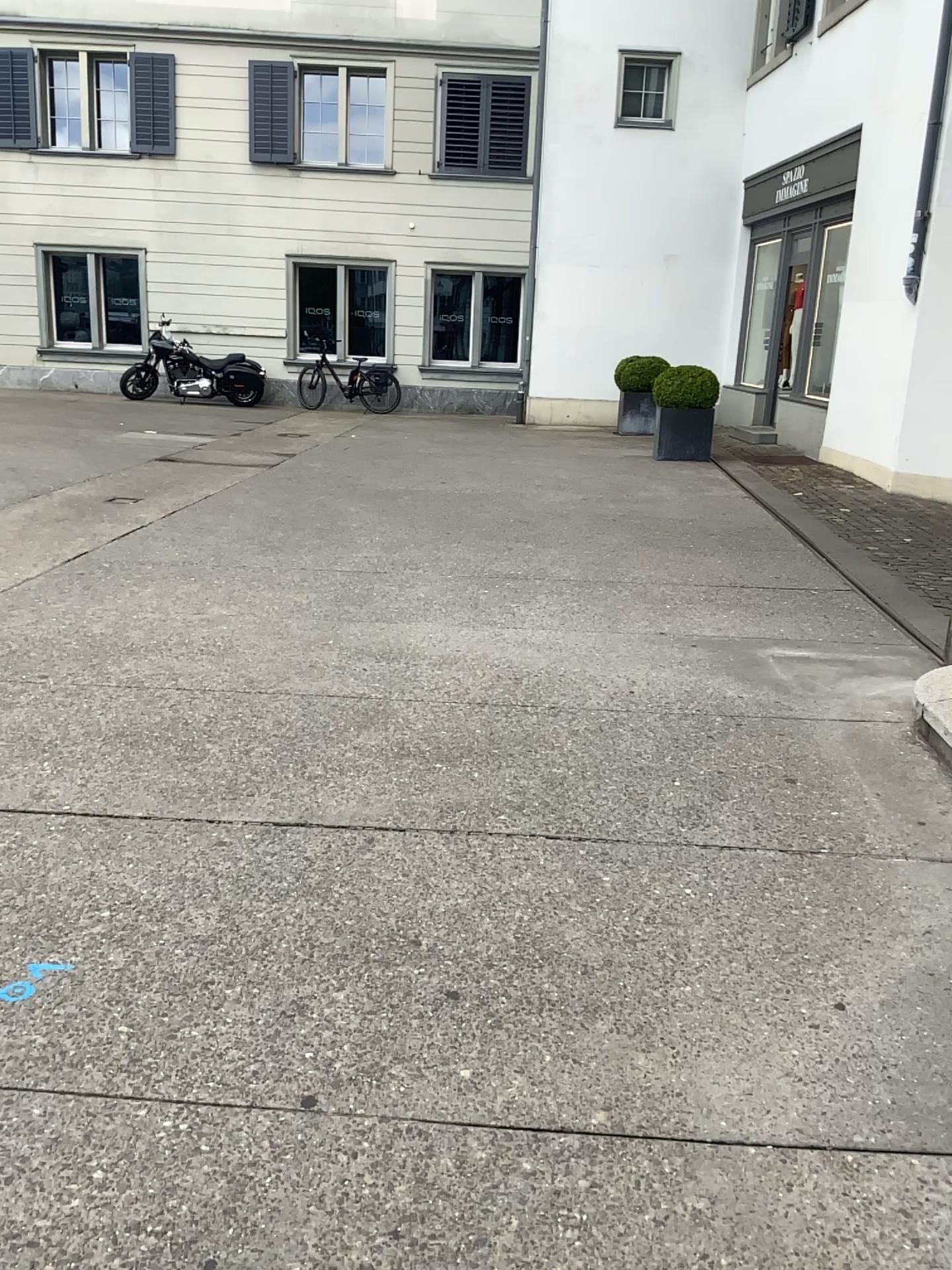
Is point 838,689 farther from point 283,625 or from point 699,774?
point 283,625
